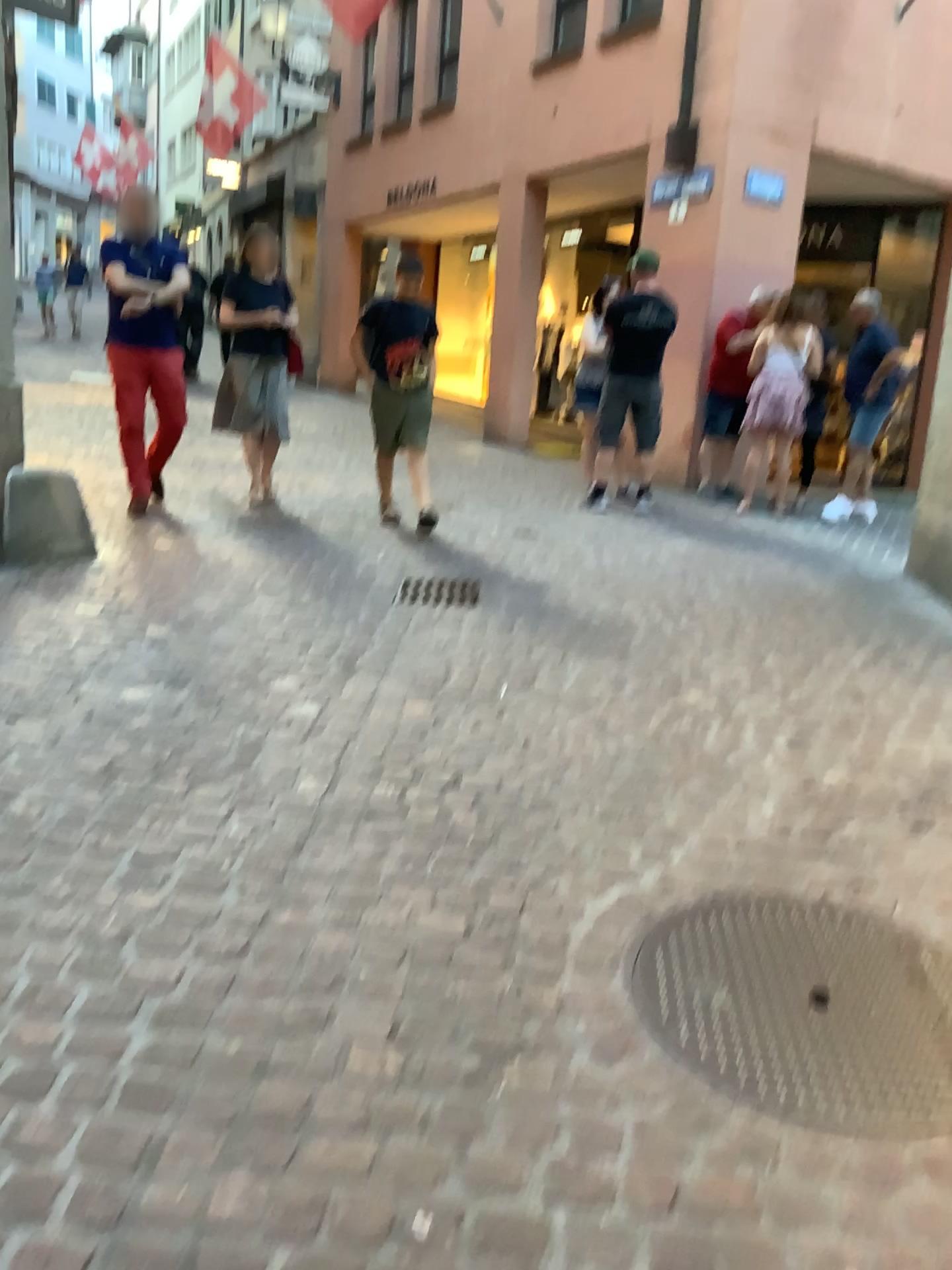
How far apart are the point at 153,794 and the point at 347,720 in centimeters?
75cm
